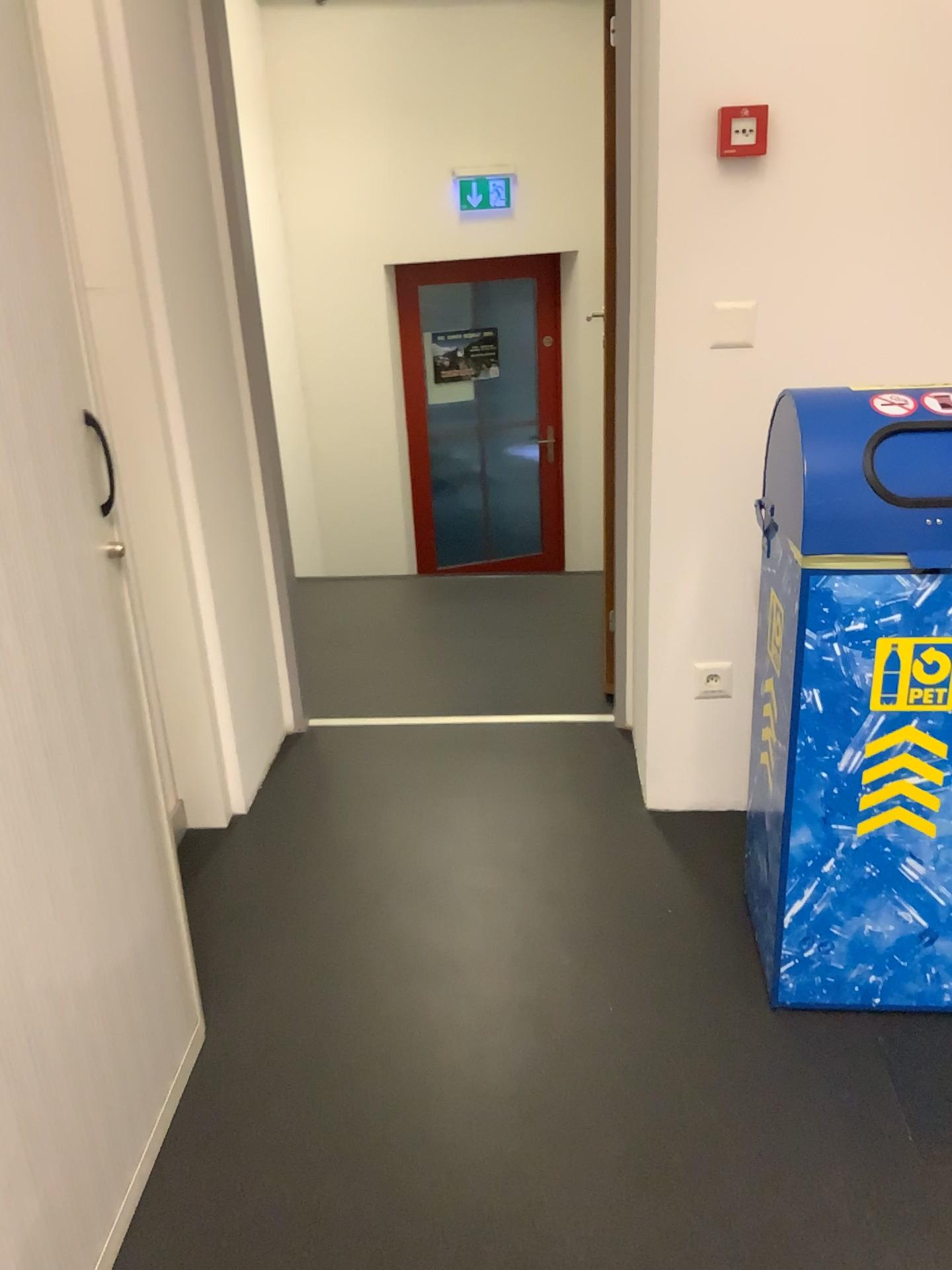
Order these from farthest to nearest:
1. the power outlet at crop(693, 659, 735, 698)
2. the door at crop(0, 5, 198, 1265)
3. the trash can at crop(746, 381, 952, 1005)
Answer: the power outlet at crop(693, 659, 735, 698) → the trash can at crop(746, 381, 952, 1005) → the door at crop(0, 5, 198, 1265)

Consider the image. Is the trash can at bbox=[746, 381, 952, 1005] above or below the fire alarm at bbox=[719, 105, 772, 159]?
below

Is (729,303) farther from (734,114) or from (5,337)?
(5,337)

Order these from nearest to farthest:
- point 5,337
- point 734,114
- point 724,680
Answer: point 5,337 < point 734,114 < point 724,680

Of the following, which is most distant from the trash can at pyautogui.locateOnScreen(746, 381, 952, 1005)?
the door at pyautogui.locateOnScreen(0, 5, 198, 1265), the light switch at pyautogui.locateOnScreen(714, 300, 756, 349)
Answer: the door at pyautogui.locateOnScreen(0, 5, 198, 1265)

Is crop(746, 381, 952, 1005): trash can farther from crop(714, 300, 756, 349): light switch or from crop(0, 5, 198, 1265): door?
crop(0, 5, 198, 1265): door

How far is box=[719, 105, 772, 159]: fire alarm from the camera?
1.98m

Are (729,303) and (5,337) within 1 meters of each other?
no

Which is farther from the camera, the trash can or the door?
the trash can

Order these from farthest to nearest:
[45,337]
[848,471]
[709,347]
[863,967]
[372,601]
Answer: [372,601] < [709,347] < [863,967] < [848,471] < [45,337]
